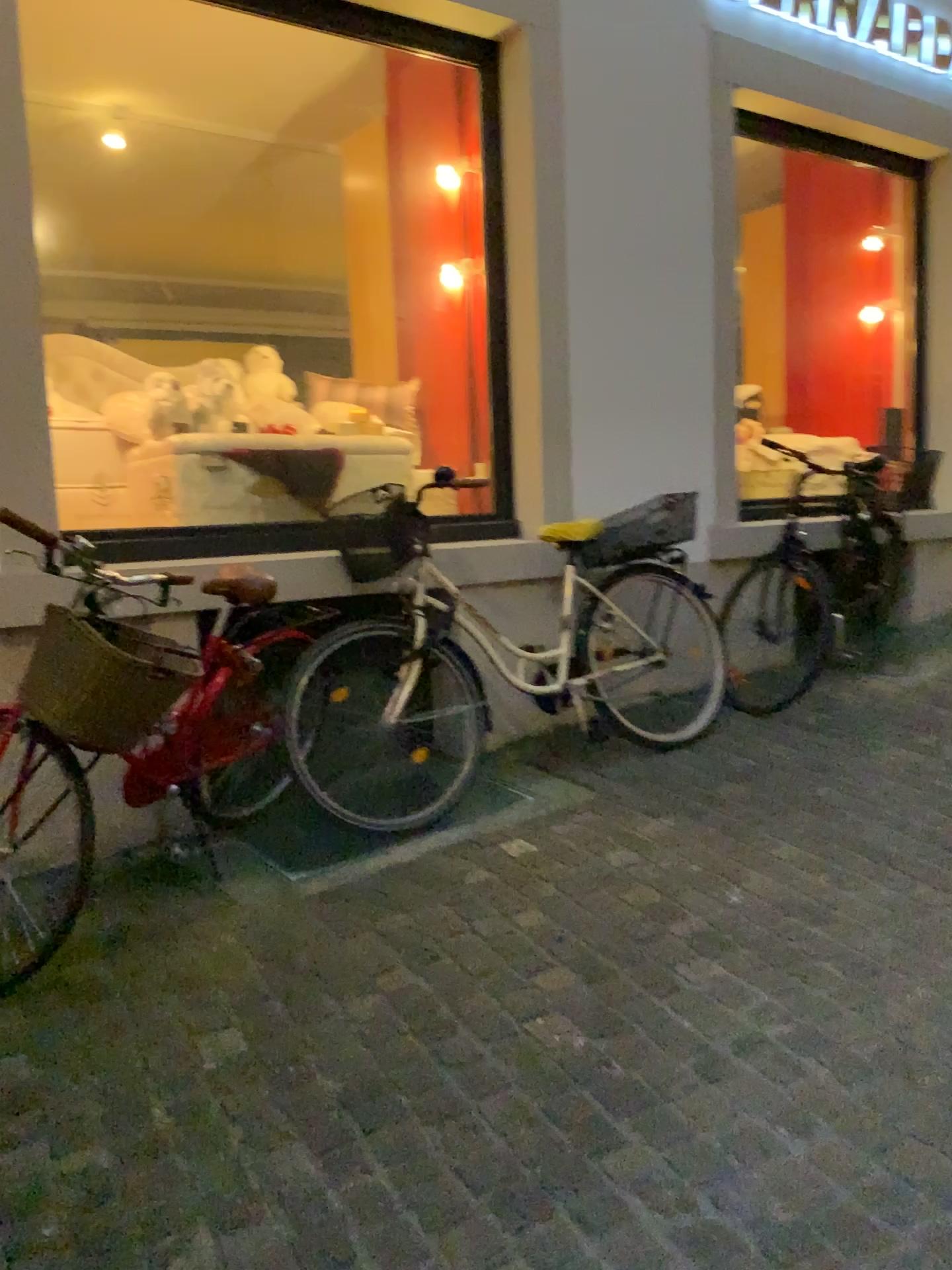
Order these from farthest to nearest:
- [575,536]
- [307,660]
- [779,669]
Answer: [779,669]
[575,536]
[307,660]

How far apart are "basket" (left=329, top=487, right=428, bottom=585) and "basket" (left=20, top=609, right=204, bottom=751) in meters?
1.1 m

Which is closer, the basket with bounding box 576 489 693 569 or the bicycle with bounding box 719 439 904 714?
the basket with bounding box 576 489 693 569

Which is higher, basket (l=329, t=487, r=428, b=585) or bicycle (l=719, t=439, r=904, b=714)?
basket (l=329, t=487, r=428, b=585)

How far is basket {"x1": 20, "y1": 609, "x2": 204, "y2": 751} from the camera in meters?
2.4 m

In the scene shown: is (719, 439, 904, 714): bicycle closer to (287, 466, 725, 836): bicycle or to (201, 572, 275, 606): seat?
(287, 466, 725, 836): bicycle

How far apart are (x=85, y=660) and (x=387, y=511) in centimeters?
129cm

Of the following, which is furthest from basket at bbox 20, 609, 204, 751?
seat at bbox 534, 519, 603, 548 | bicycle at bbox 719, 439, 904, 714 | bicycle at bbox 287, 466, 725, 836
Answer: bicycle at bbox 719, 439, 904, 714

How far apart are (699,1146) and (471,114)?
3.9 meters

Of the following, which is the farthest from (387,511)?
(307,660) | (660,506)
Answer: (660,506)
